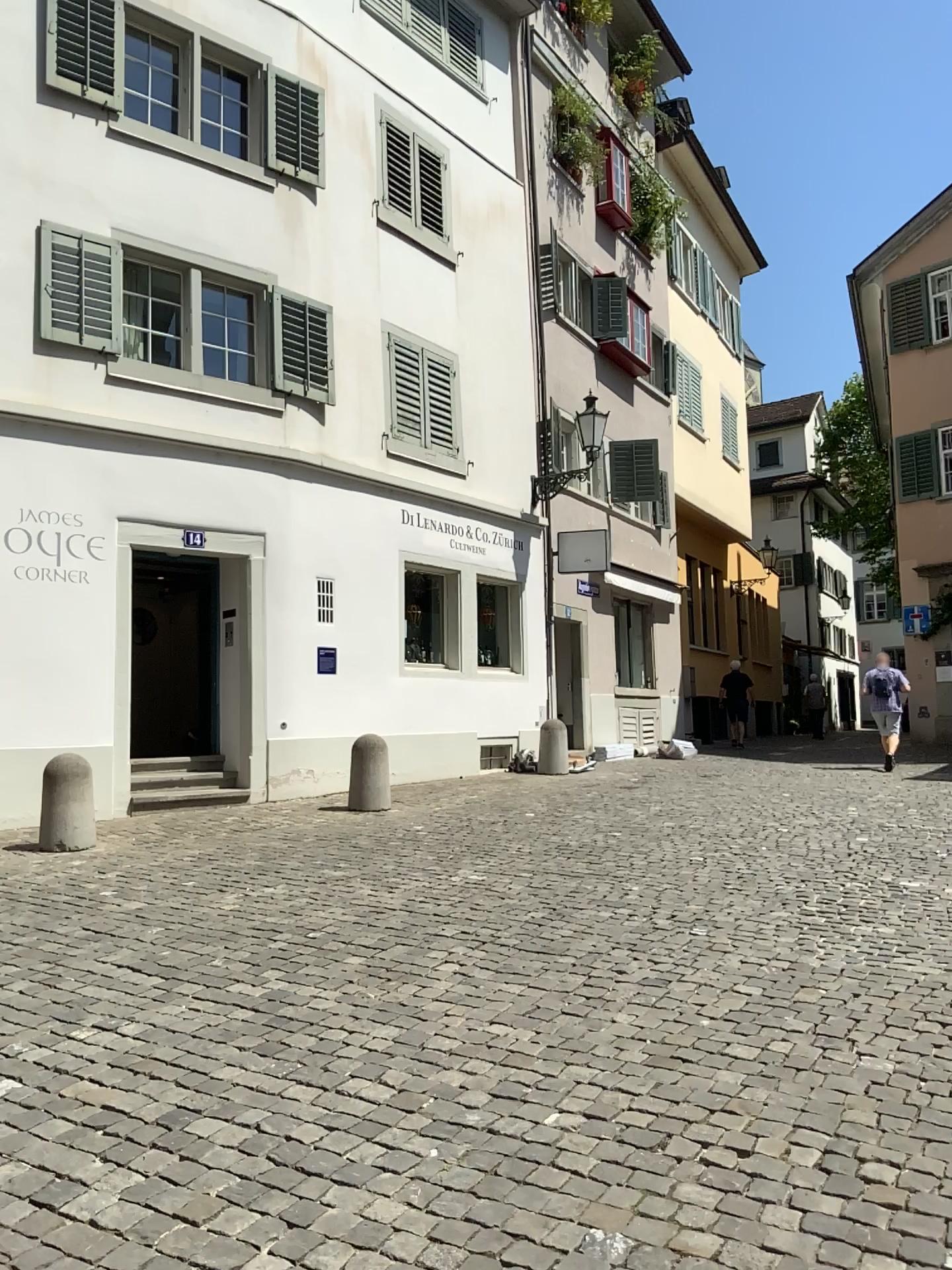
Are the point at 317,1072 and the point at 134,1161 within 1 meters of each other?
yes
